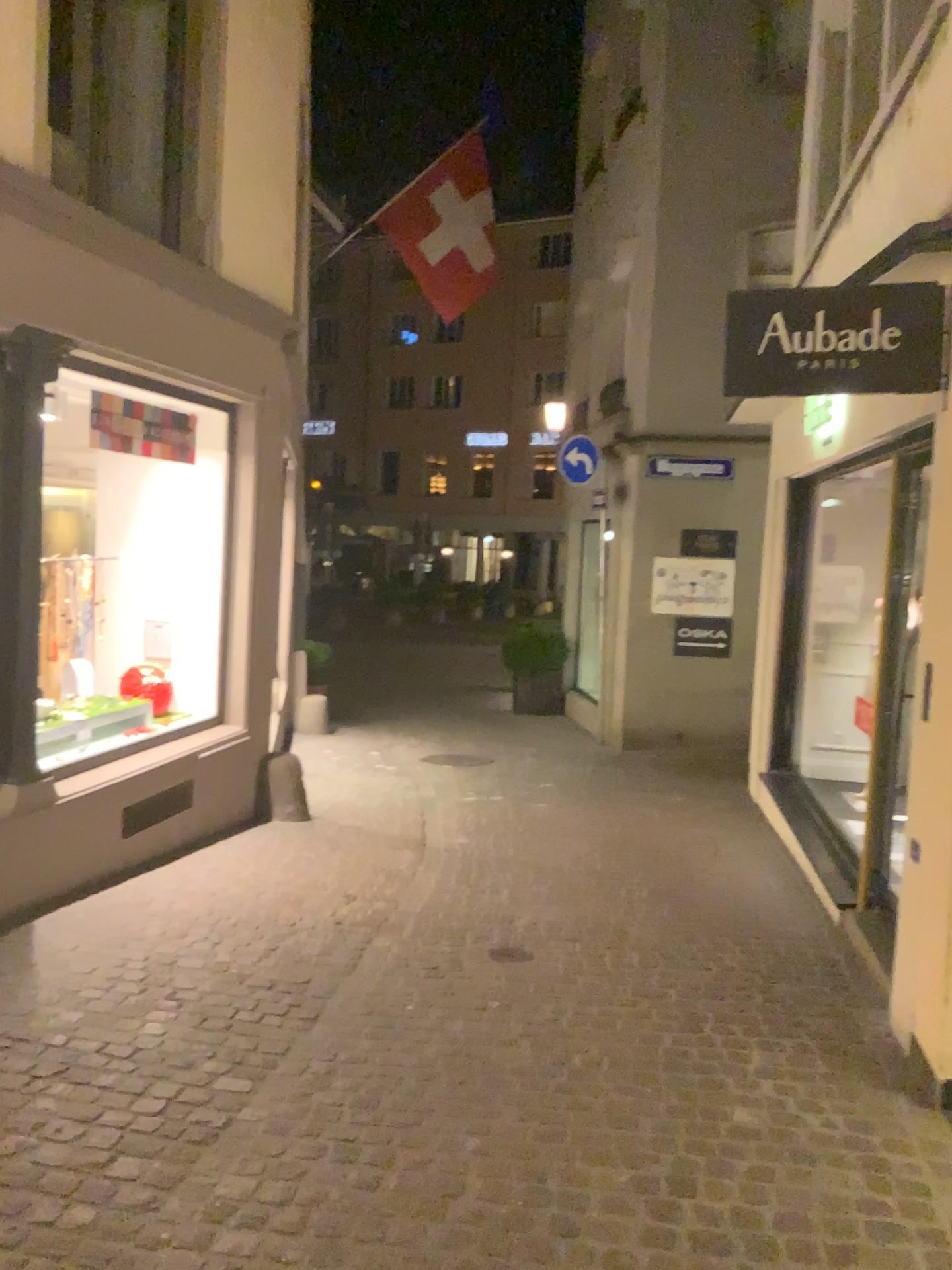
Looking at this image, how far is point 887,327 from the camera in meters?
3.6 m

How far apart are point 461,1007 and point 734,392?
2.48m

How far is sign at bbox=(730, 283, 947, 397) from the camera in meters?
3.6 m
